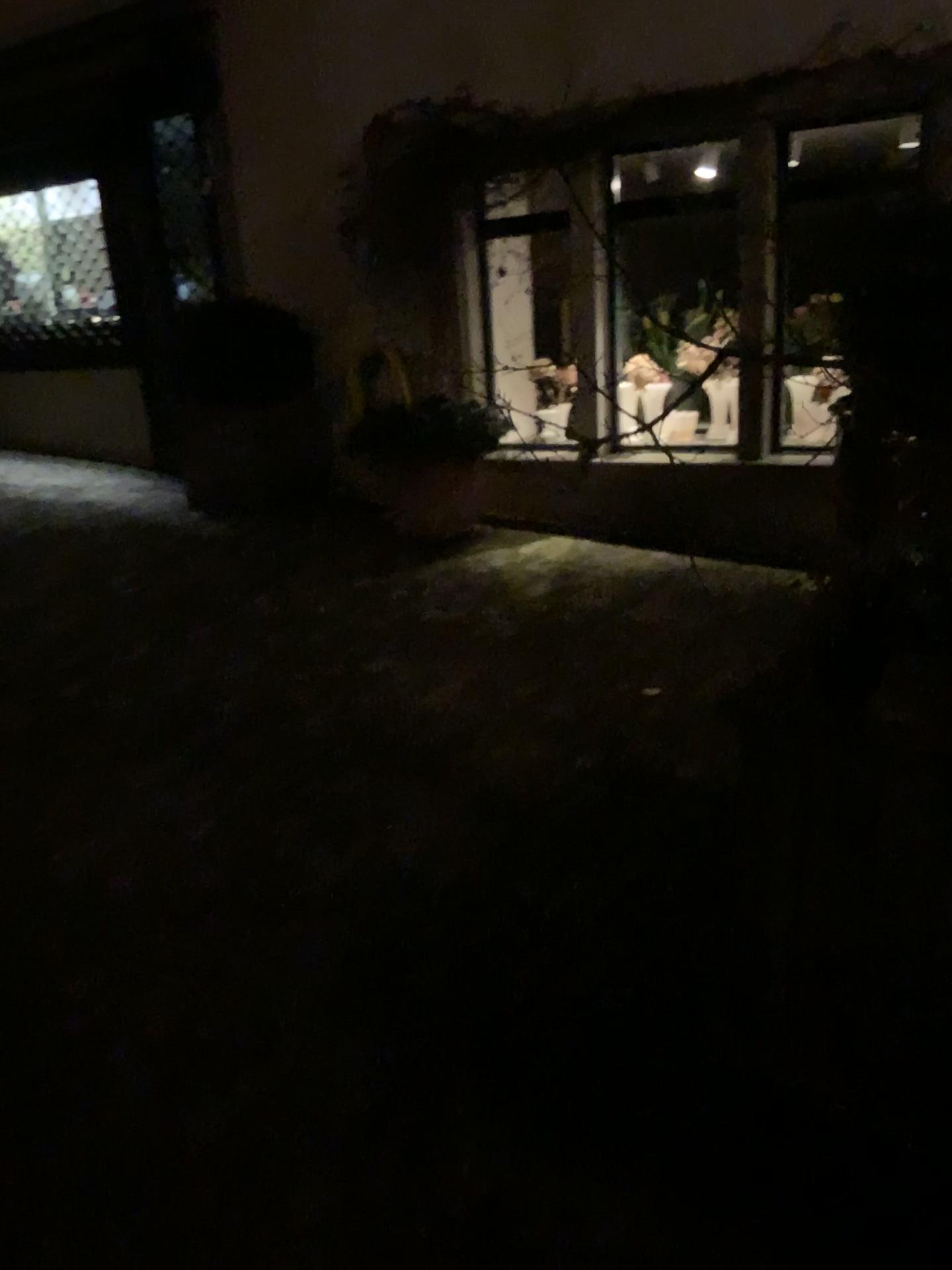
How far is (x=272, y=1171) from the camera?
1.7 meters
